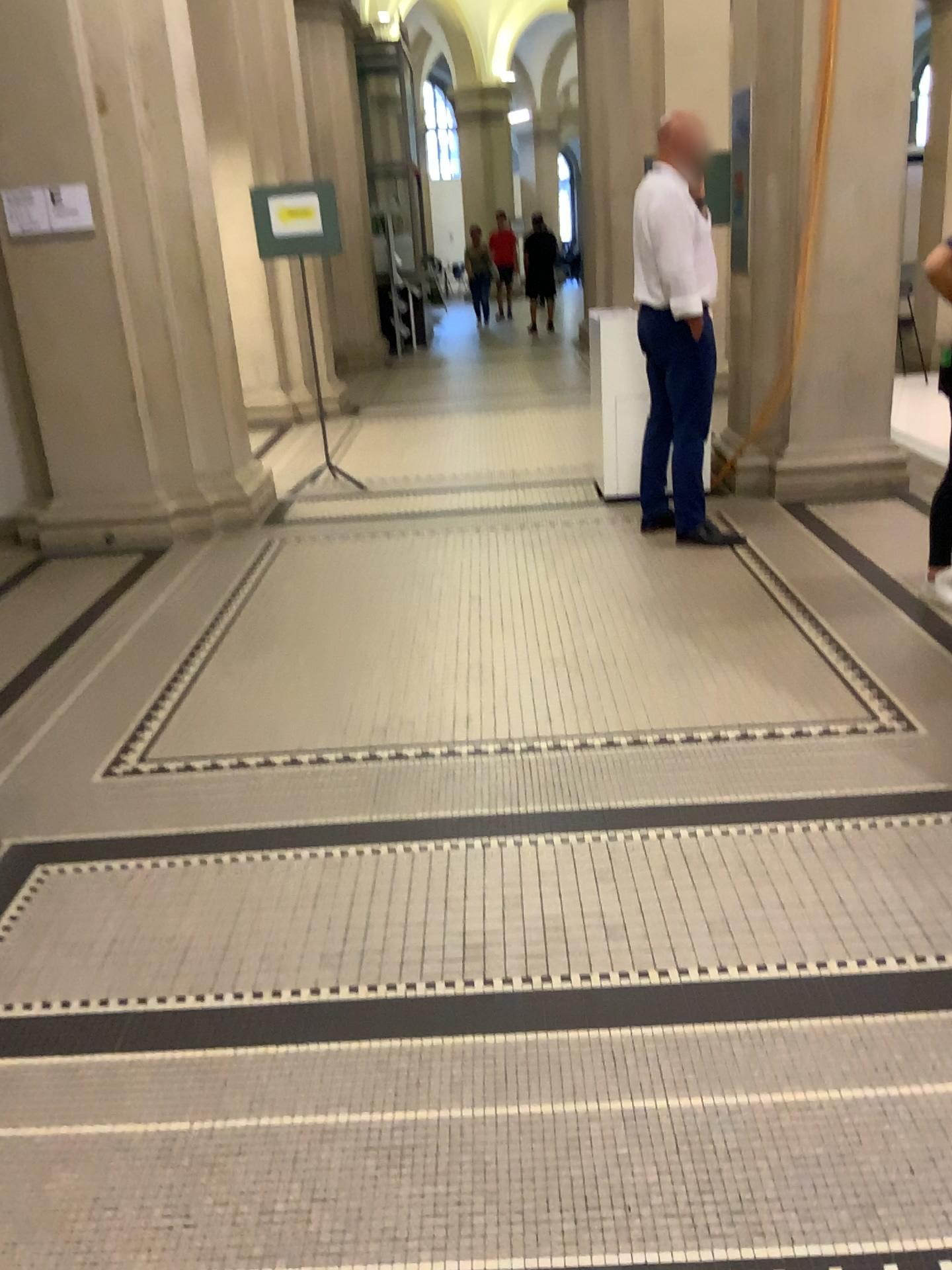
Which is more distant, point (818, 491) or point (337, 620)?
point (818, 491)

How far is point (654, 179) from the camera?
4.6m

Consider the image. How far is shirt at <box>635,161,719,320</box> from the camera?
4.6 meters
